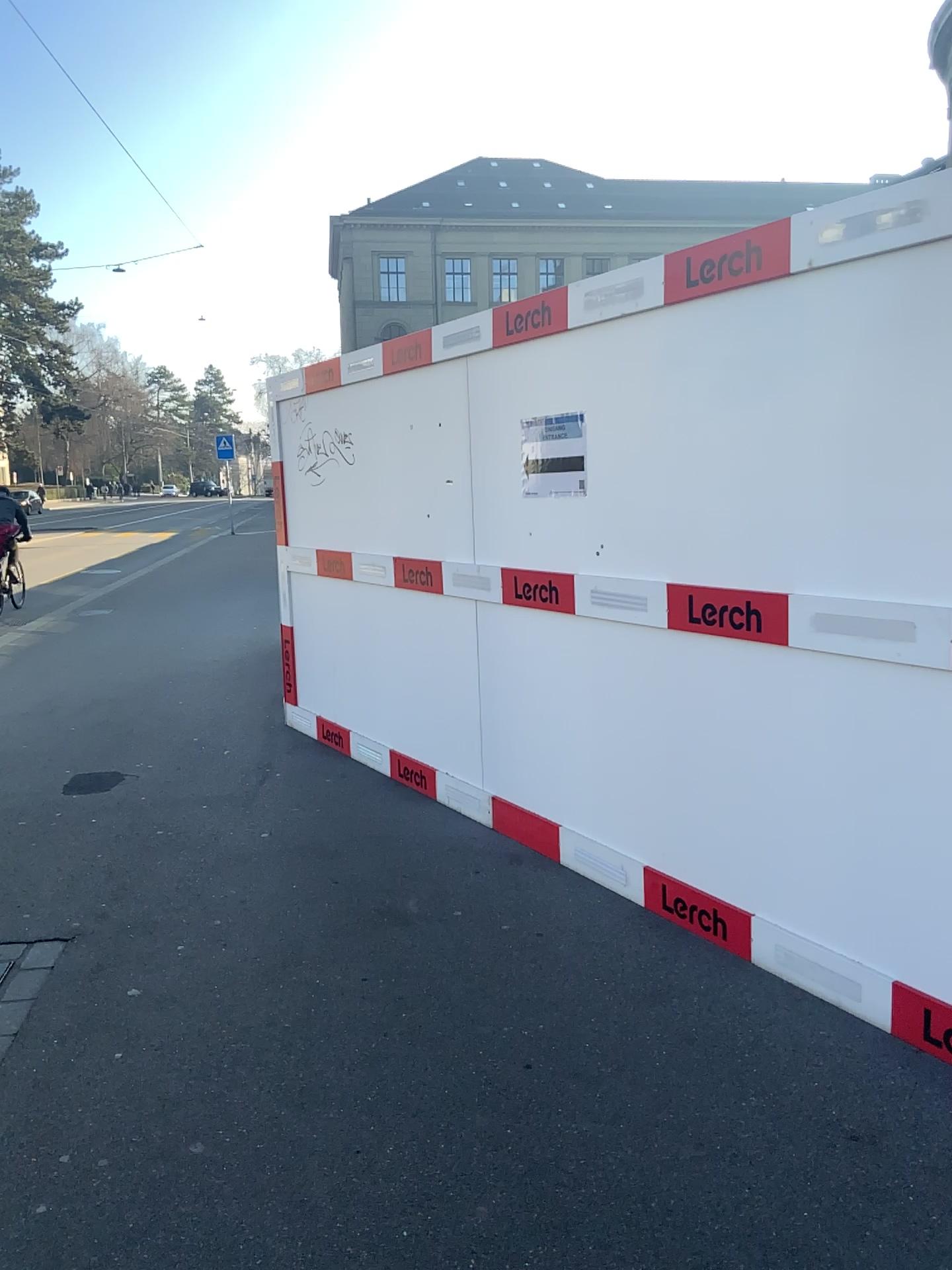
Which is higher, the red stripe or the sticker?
the sticker

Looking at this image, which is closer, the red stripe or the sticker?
the sticker

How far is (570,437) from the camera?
3.7m

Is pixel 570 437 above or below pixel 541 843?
above

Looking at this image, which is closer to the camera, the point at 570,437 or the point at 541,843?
the point at 570,437

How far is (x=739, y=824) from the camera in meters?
3.2

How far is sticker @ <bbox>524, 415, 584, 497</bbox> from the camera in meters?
3.7
